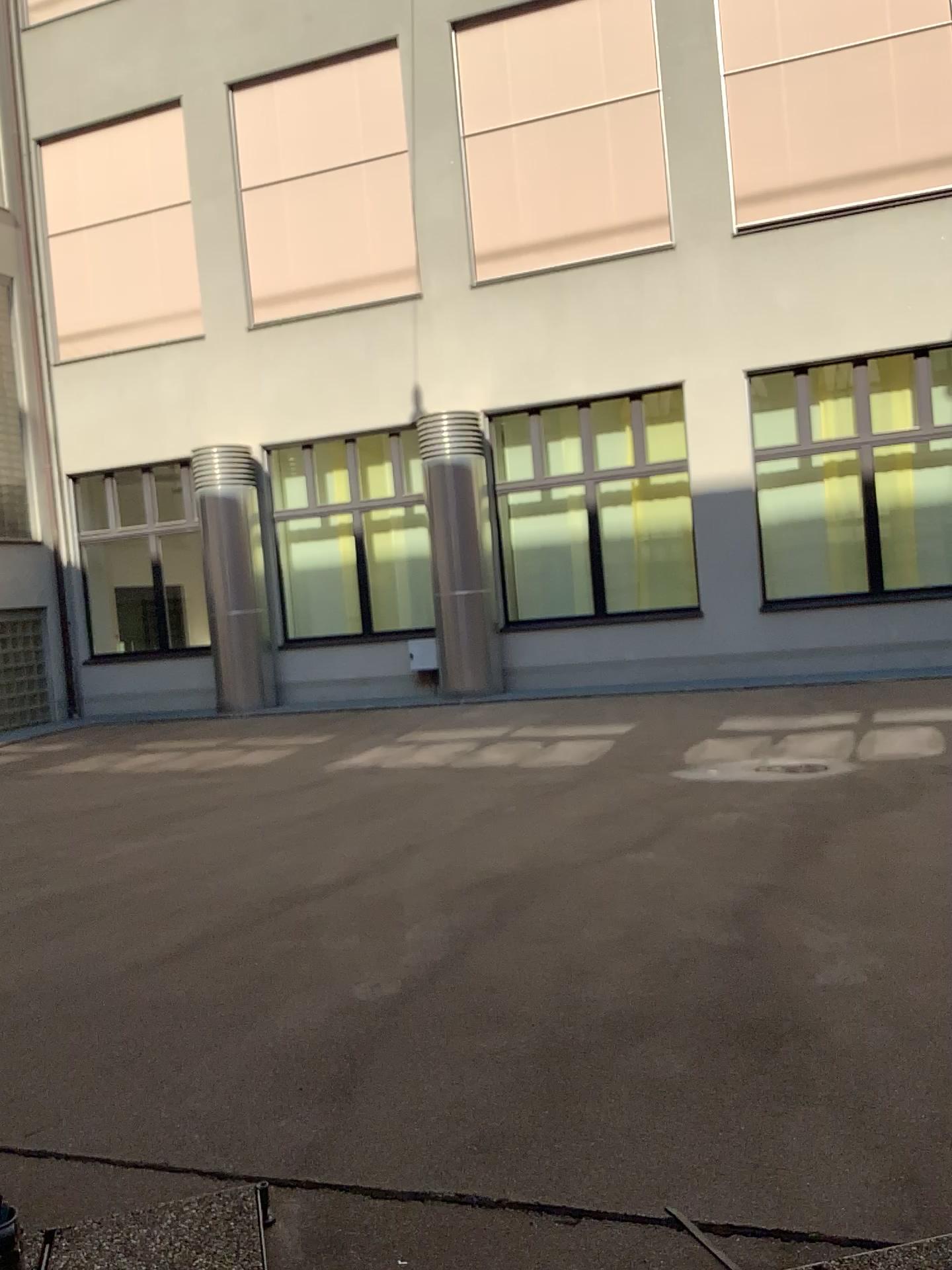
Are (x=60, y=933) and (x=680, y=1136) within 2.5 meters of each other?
no
